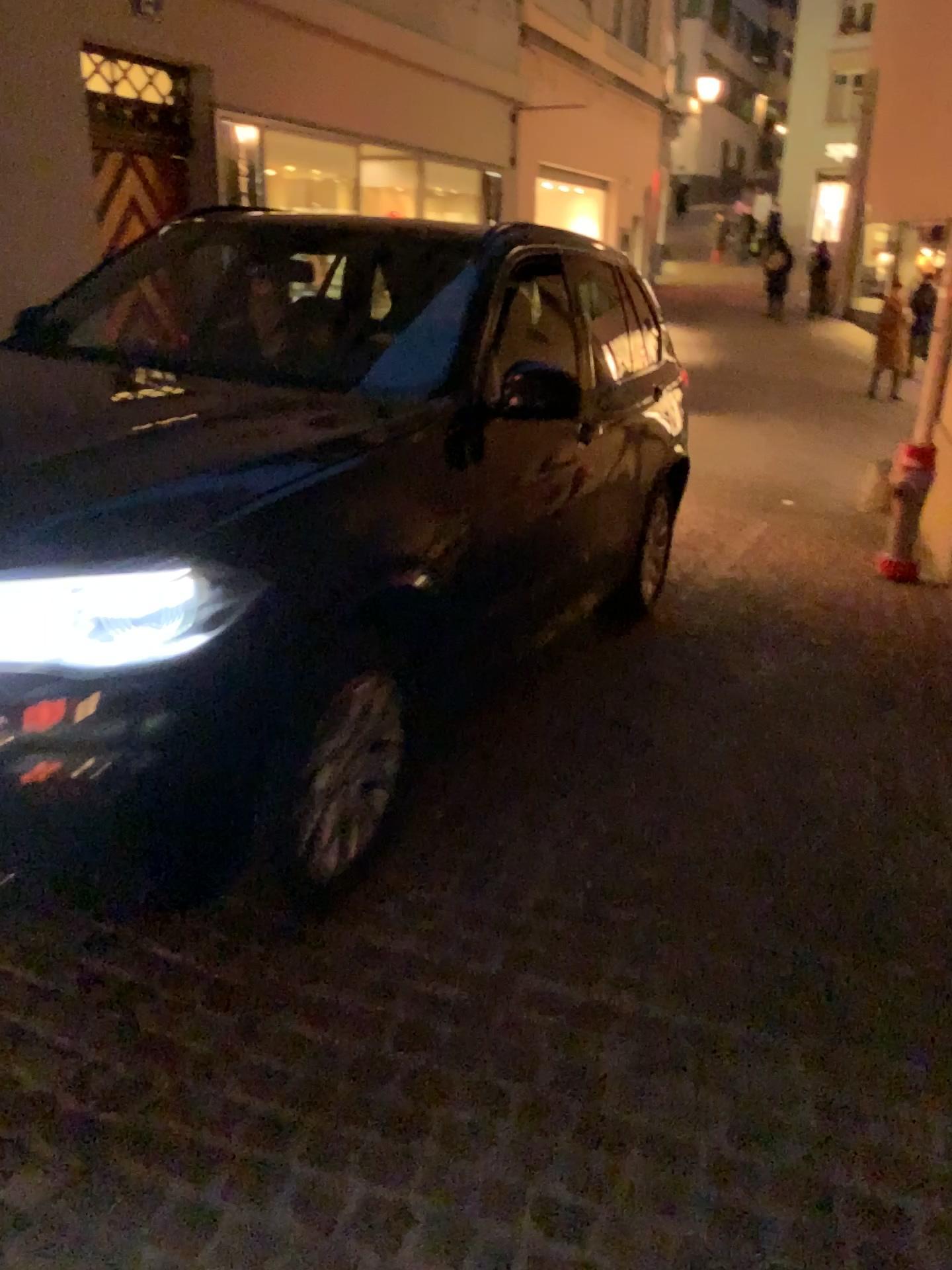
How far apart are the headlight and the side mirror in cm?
128

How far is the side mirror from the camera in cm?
314

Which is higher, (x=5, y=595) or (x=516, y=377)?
(x=516, y=377)

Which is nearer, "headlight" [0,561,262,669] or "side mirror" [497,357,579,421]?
"headlight" [0,561,262,669]

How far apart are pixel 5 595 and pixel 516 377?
1.7m

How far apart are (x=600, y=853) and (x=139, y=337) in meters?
2.2

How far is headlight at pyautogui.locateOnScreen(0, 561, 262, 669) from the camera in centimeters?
198cm

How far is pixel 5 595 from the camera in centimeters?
198cm
